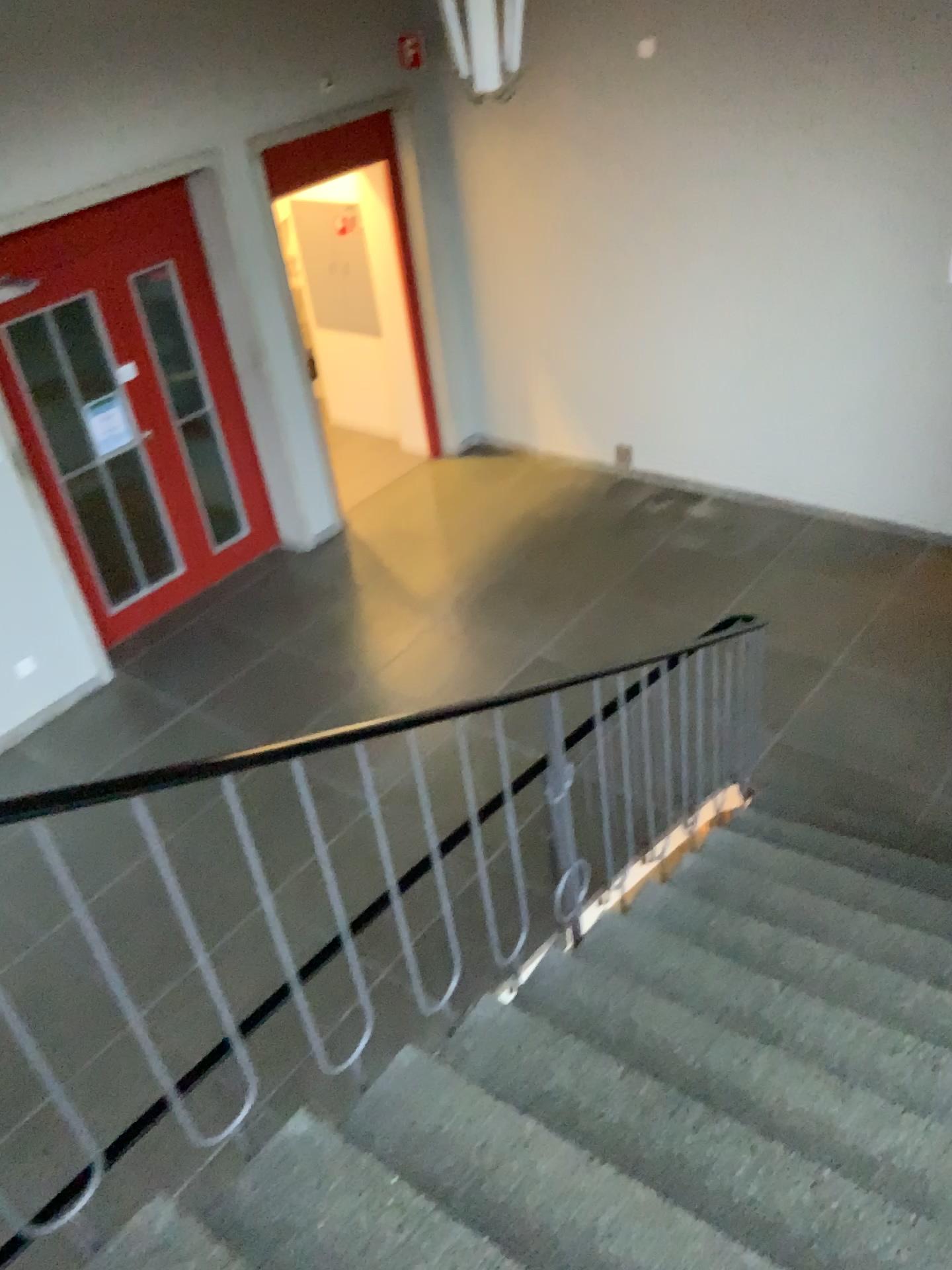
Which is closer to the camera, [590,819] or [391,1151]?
[391,1151]
